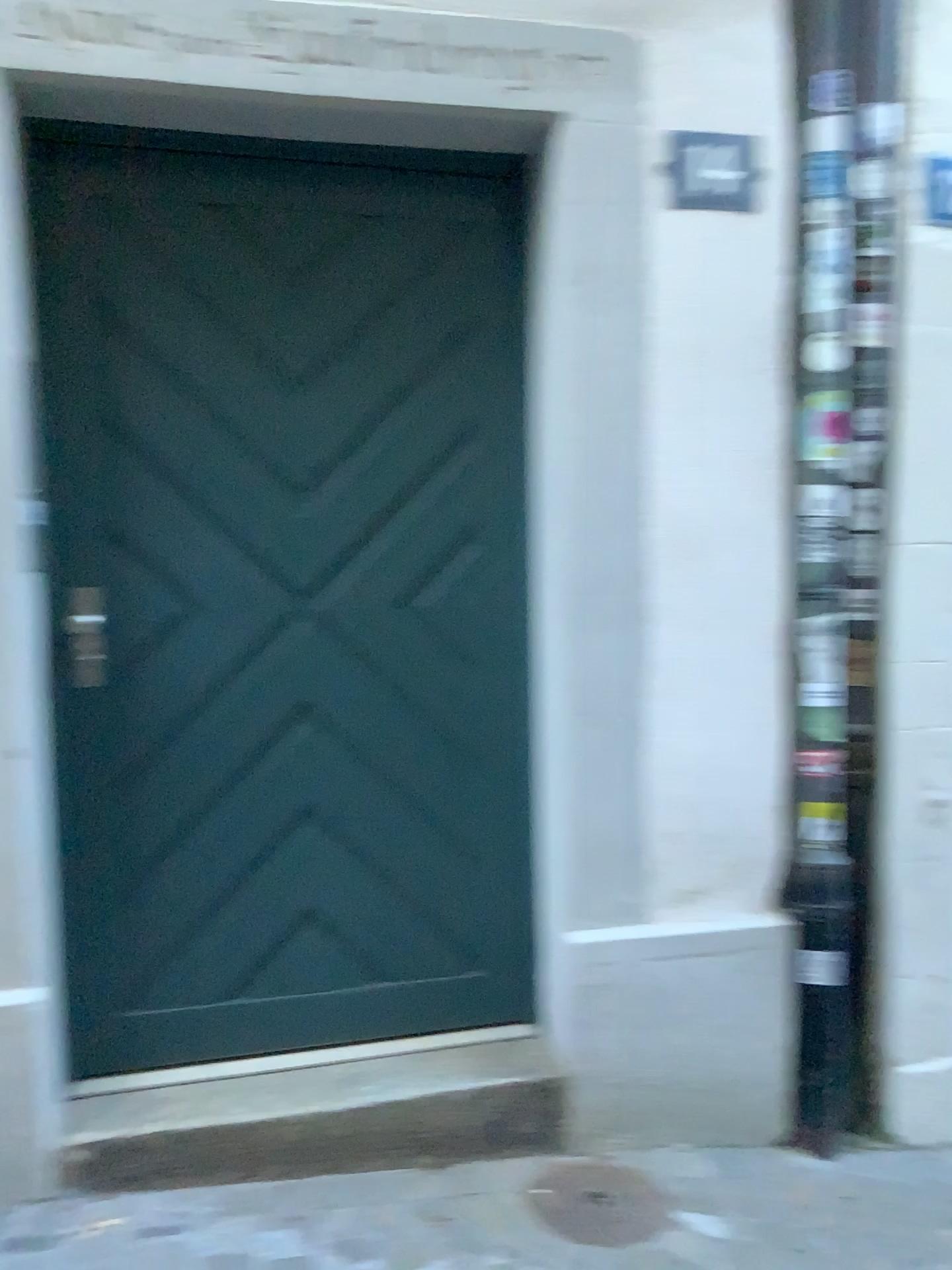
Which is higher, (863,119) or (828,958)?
(863,119)

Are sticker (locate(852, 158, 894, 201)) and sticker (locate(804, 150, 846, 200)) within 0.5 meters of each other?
yes

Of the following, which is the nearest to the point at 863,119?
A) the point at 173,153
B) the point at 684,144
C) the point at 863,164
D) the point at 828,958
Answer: the point at 863,164

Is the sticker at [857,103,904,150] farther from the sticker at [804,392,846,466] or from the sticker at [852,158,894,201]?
the sticker at [804,392,846,466]

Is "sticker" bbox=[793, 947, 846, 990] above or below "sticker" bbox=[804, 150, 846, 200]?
below

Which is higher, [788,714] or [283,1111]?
[788,714]

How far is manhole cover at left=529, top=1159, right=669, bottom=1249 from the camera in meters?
2.1

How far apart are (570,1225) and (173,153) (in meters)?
2.32

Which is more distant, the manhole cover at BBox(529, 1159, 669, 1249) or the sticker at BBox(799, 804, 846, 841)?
the sticker at BBox(799, 804, 846, 841)

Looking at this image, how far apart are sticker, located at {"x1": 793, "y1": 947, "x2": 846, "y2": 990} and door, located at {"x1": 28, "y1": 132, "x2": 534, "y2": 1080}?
0.6 meters
